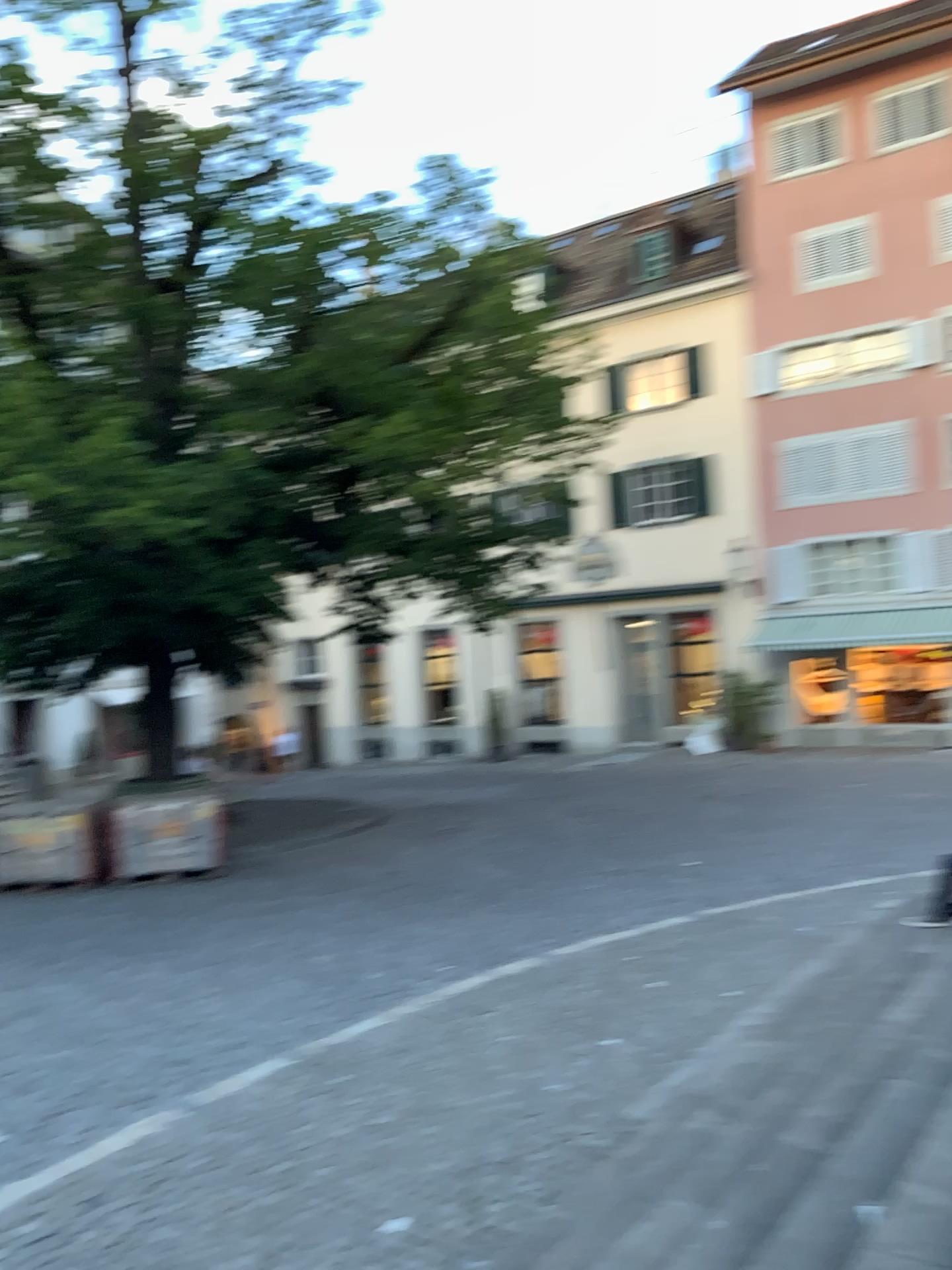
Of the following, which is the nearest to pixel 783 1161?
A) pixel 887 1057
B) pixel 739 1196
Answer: pixel 739 1196
